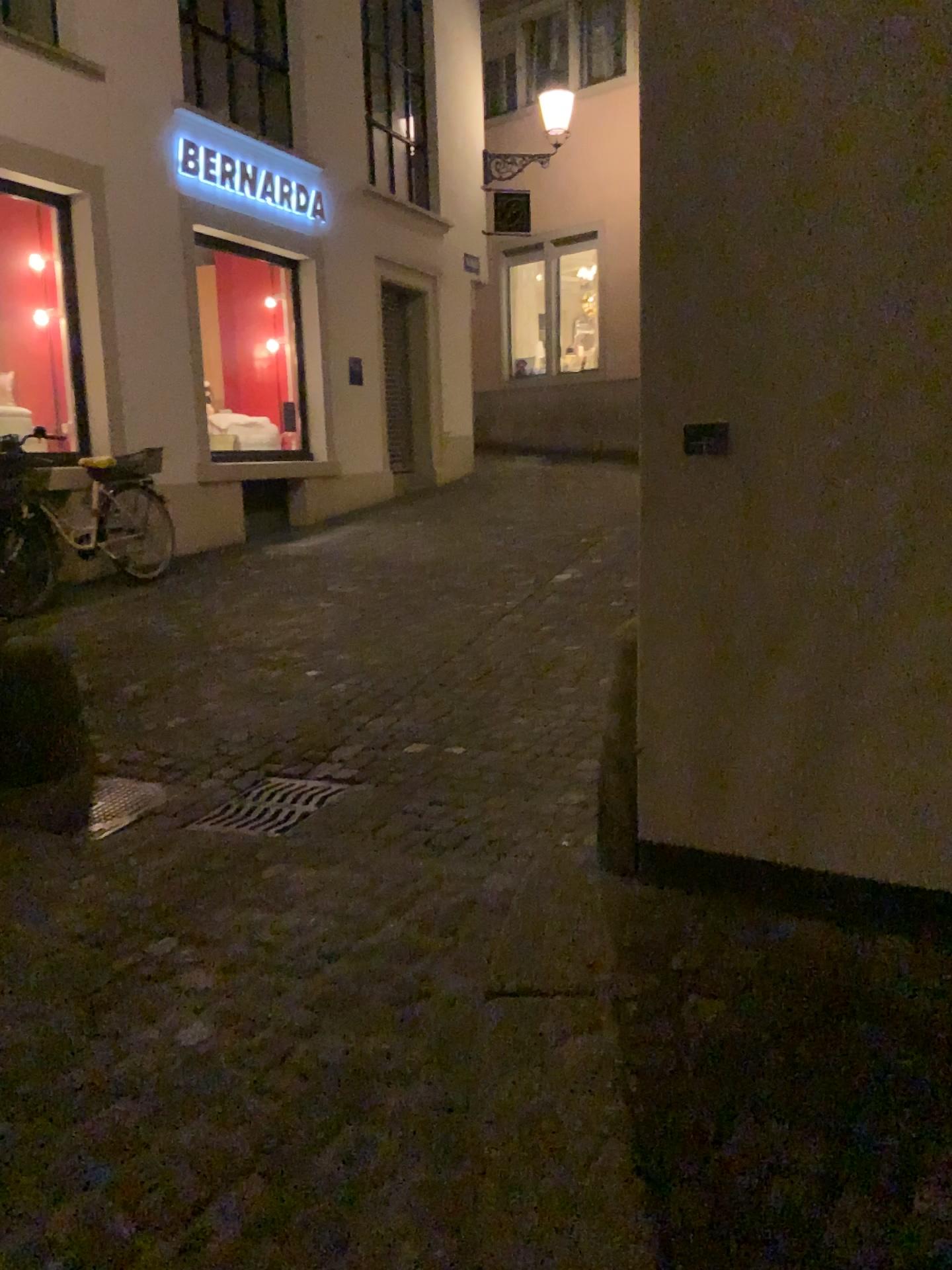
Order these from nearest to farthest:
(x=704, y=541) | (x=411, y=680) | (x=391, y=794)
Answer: (x=704, y=541), (x=391, y=794), (x=411, y=680)

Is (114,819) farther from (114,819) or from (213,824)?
(213,824)

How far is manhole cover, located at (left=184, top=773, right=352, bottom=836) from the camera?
3.6 meters

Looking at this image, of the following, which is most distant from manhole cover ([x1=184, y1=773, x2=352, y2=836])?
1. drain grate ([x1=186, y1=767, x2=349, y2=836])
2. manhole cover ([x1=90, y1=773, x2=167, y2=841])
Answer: manhole cover ([x1=90, y1=773, x2=167, y2=841])

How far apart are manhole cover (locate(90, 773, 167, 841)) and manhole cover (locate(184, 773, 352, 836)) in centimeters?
29cm

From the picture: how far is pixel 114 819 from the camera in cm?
370

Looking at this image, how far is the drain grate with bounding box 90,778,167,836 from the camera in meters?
3.7 m

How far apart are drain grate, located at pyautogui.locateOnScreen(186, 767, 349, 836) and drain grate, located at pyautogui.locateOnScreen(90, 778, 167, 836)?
0.3m

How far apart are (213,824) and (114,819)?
0.39m

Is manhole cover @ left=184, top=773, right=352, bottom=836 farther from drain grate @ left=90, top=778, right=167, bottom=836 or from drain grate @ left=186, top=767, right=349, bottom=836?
drain grate @ left=90, top=778, right=167, bottom=836
